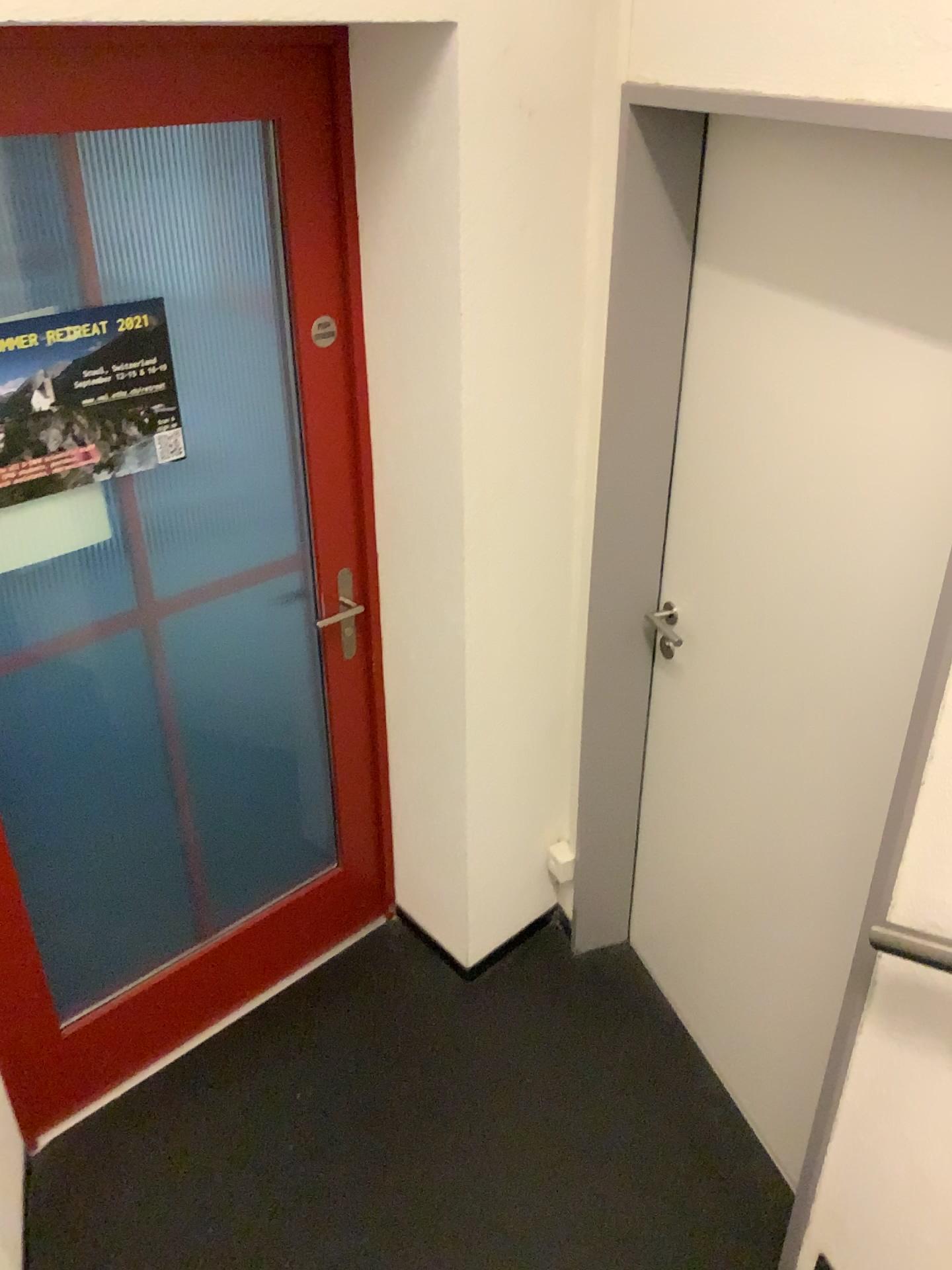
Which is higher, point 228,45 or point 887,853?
point 228,45

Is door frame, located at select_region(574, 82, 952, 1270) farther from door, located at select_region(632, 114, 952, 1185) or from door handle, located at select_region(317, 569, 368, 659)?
door handle, located at select_region(317, 569, 368, 659)

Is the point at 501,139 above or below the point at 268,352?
above

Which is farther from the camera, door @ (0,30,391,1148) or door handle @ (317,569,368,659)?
door handle @ (317,569,368,659)

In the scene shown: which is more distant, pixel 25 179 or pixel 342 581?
pixel 342 581

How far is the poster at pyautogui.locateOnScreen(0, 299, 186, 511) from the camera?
1.73m

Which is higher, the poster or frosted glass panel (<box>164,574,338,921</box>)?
the poster

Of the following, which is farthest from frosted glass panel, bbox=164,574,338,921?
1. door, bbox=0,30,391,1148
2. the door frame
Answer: the door frame

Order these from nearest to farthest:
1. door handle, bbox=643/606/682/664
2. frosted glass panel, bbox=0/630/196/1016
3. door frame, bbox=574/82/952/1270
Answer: door frame, bbox=574/82/952/1270
frosted glass panel, bbox=0/630/196/1016
door handle, bbox=643/606/682/664

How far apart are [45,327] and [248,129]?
0.5m
